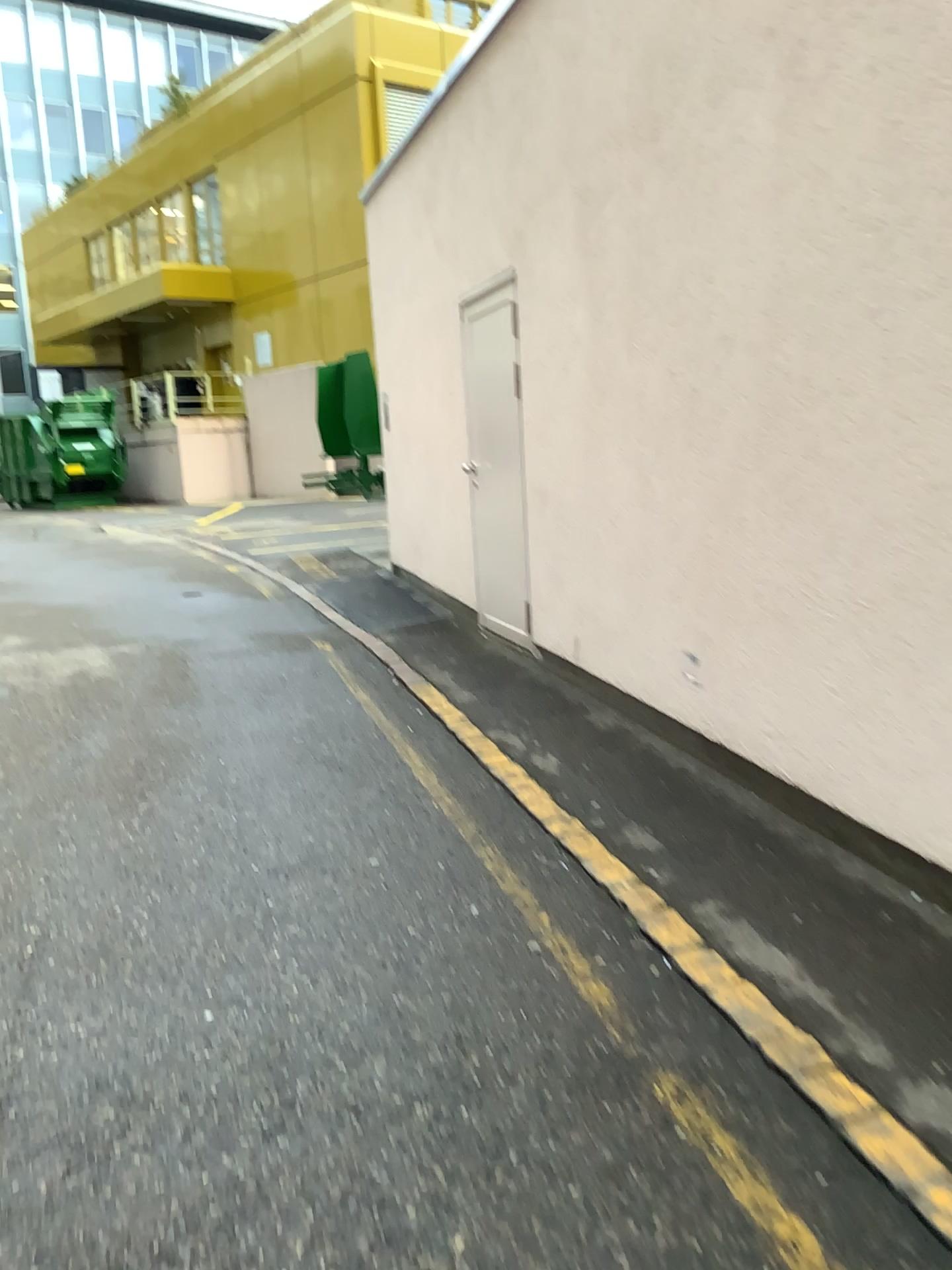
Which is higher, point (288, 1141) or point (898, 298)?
point (898, 298)
